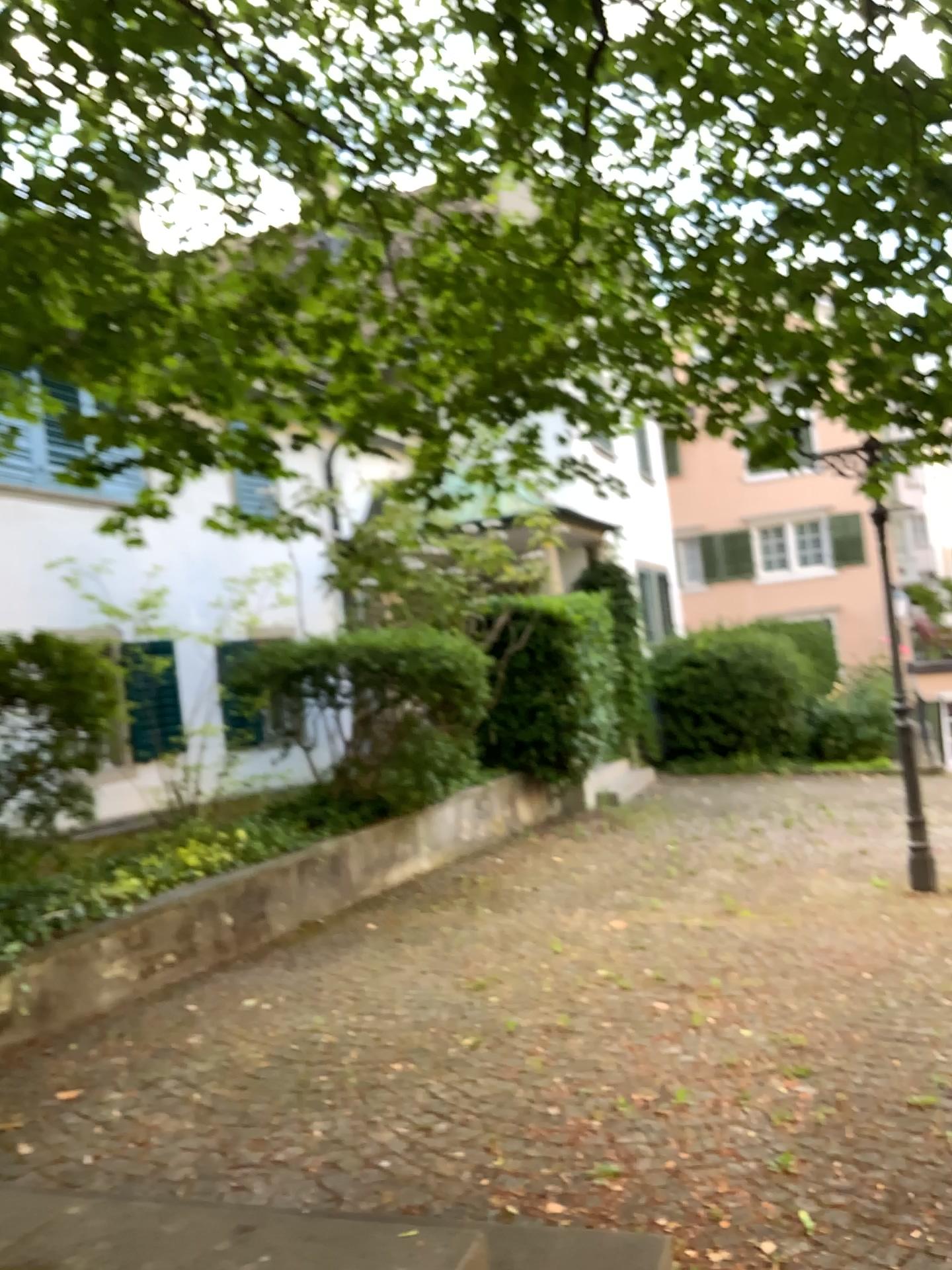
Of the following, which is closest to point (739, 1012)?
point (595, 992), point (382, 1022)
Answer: point (595, 992)
